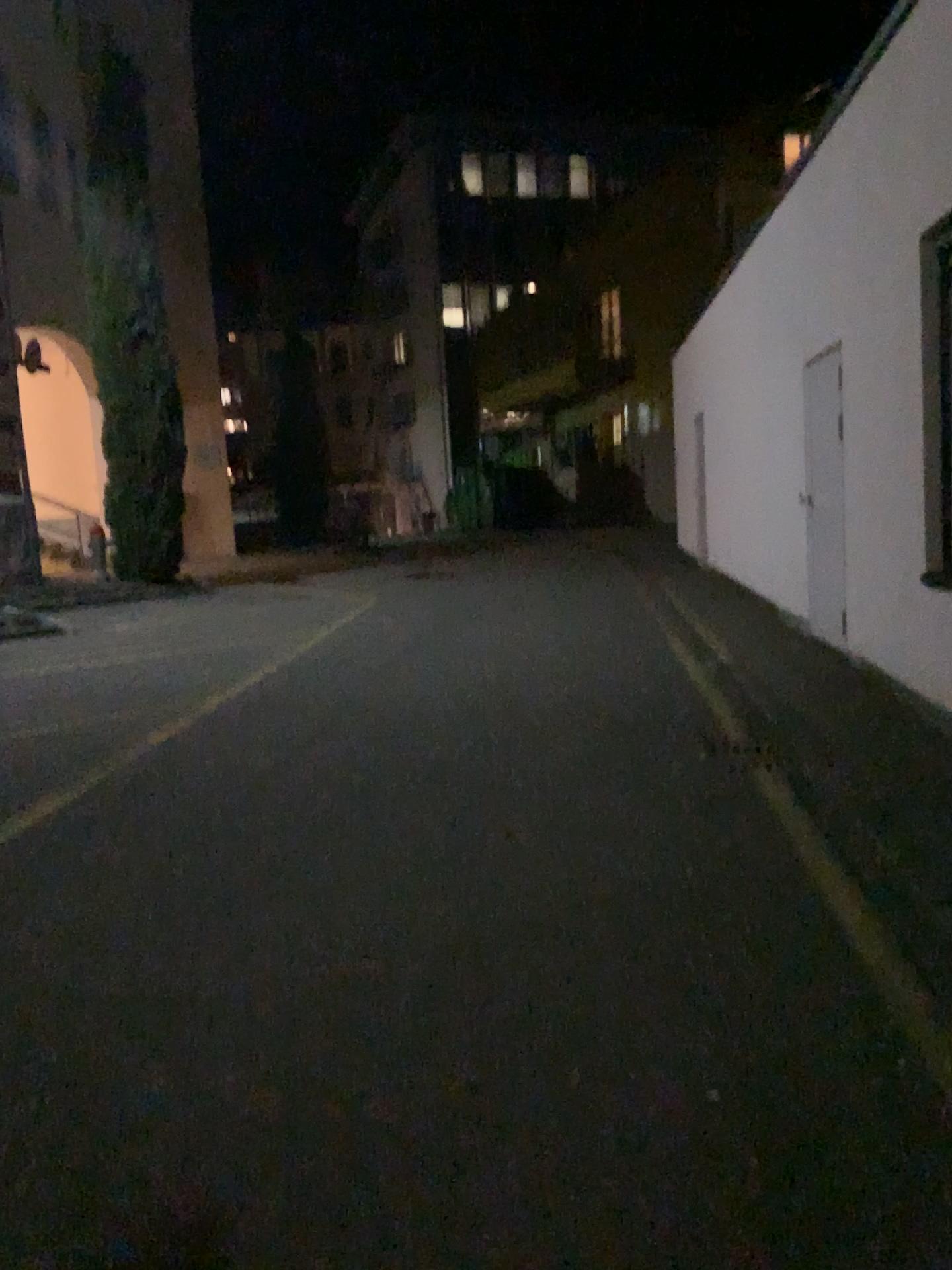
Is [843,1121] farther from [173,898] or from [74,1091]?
[173,898]
